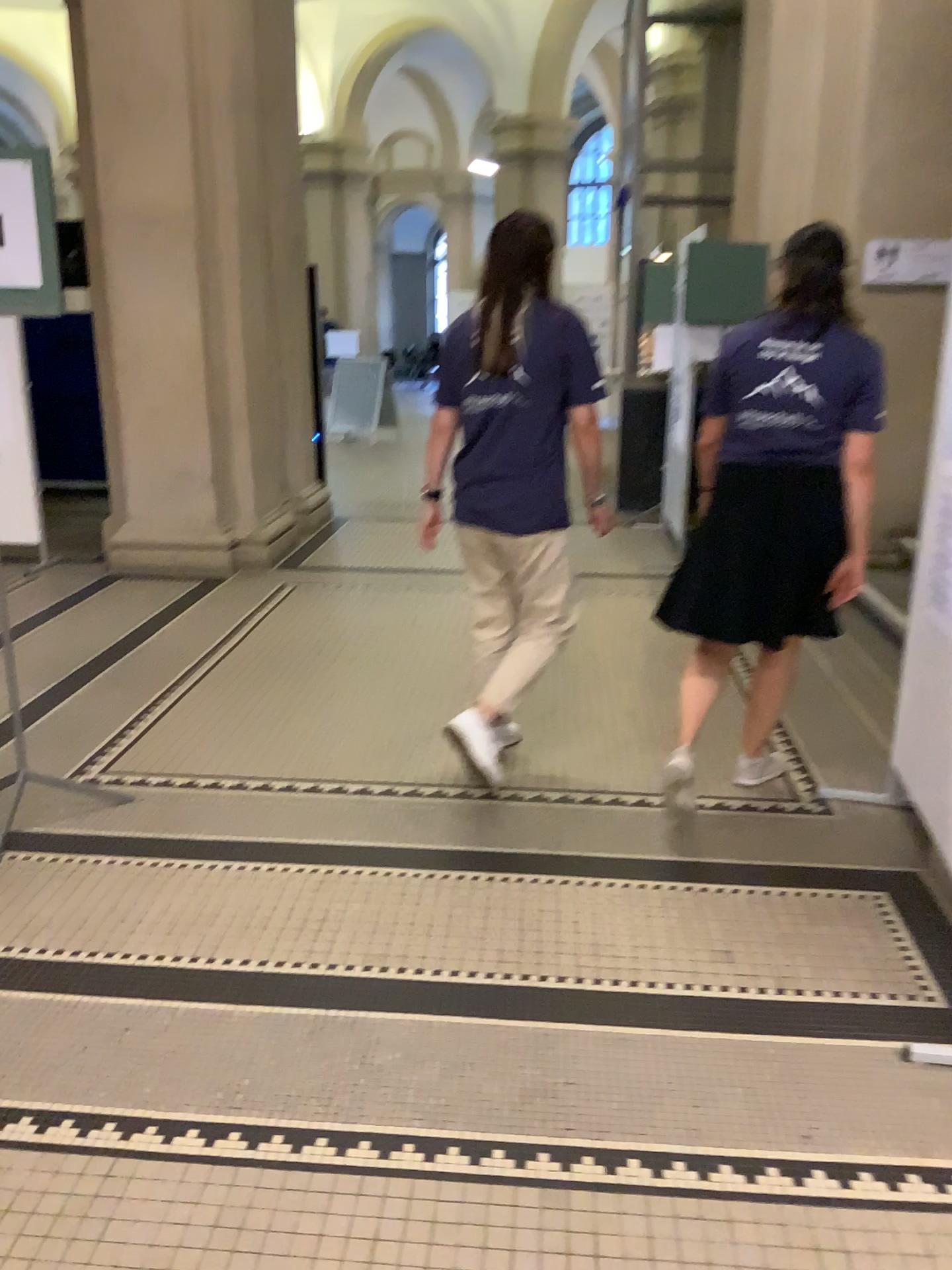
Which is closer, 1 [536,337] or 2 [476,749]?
1 [536,337]

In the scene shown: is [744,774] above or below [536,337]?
below

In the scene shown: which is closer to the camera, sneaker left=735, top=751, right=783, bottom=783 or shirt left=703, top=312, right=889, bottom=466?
shirt left=703, top=312, right=889, bottom=466

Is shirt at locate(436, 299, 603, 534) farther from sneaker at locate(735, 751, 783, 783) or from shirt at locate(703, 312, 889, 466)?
sneaker at locate(735, 751, 783, 783)

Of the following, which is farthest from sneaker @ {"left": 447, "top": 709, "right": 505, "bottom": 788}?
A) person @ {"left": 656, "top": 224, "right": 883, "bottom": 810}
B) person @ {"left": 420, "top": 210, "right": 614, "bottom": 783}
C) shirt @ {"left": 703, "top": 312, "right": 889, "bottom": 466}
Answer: shirt @ {"left": 703, "top": 312, "right": 889, "bottom": 466}

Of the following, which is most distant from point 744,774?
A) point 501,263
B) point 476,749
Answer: point 501,263

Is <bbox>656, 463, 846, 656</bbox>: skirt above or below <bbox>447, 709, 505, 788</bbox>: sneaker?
above

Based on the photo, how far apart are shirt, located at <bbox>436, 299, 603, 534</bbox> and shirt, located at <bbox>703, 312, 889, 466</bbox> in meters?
0.4 m

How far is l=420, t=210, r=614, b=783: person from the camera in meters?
3.0 m

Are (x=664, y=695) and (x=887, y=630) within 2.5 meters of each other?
yes
